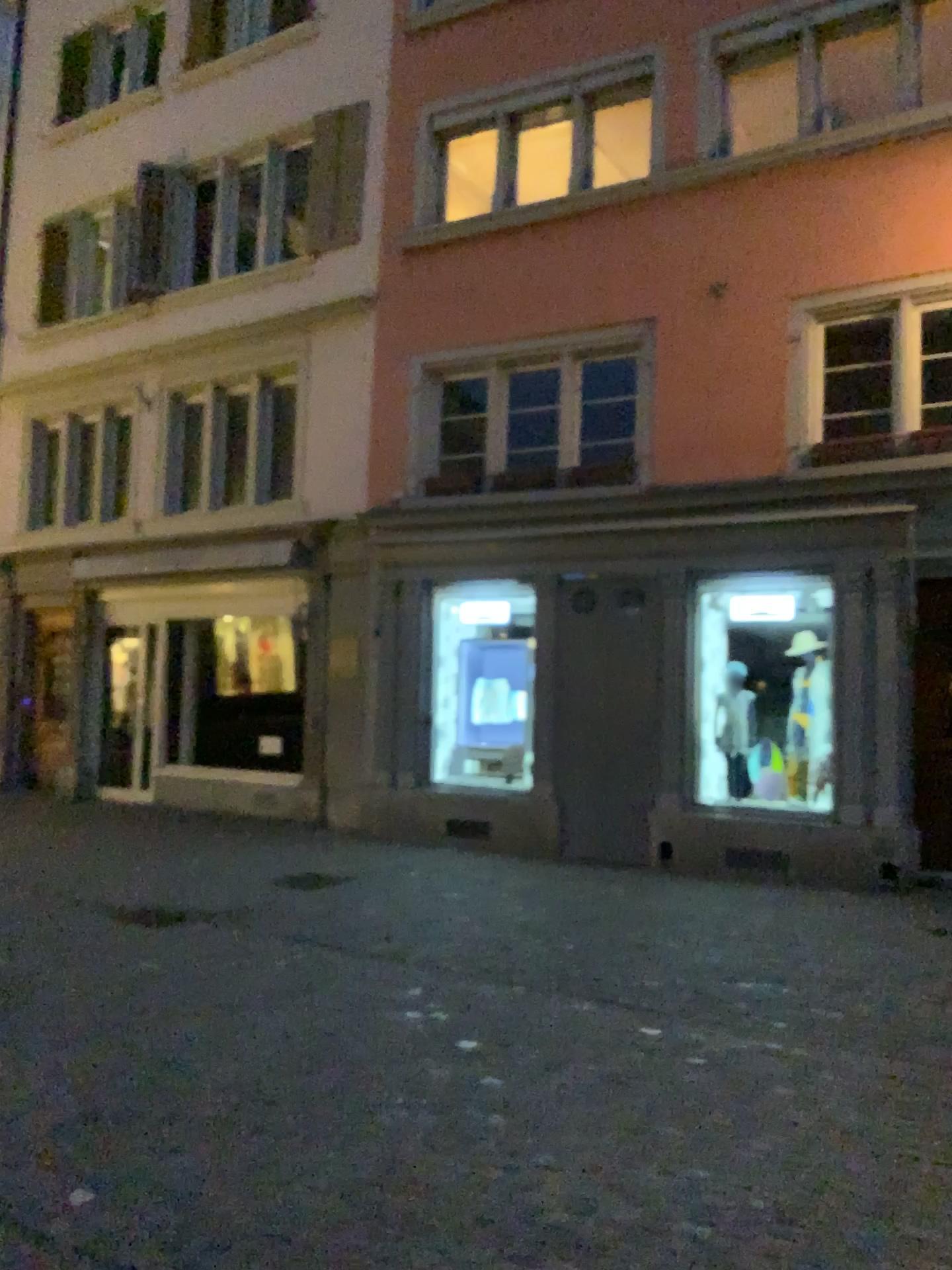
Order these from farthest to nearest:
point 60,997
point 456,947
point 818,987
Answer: point 456,947, point 818,987, point 60,997
